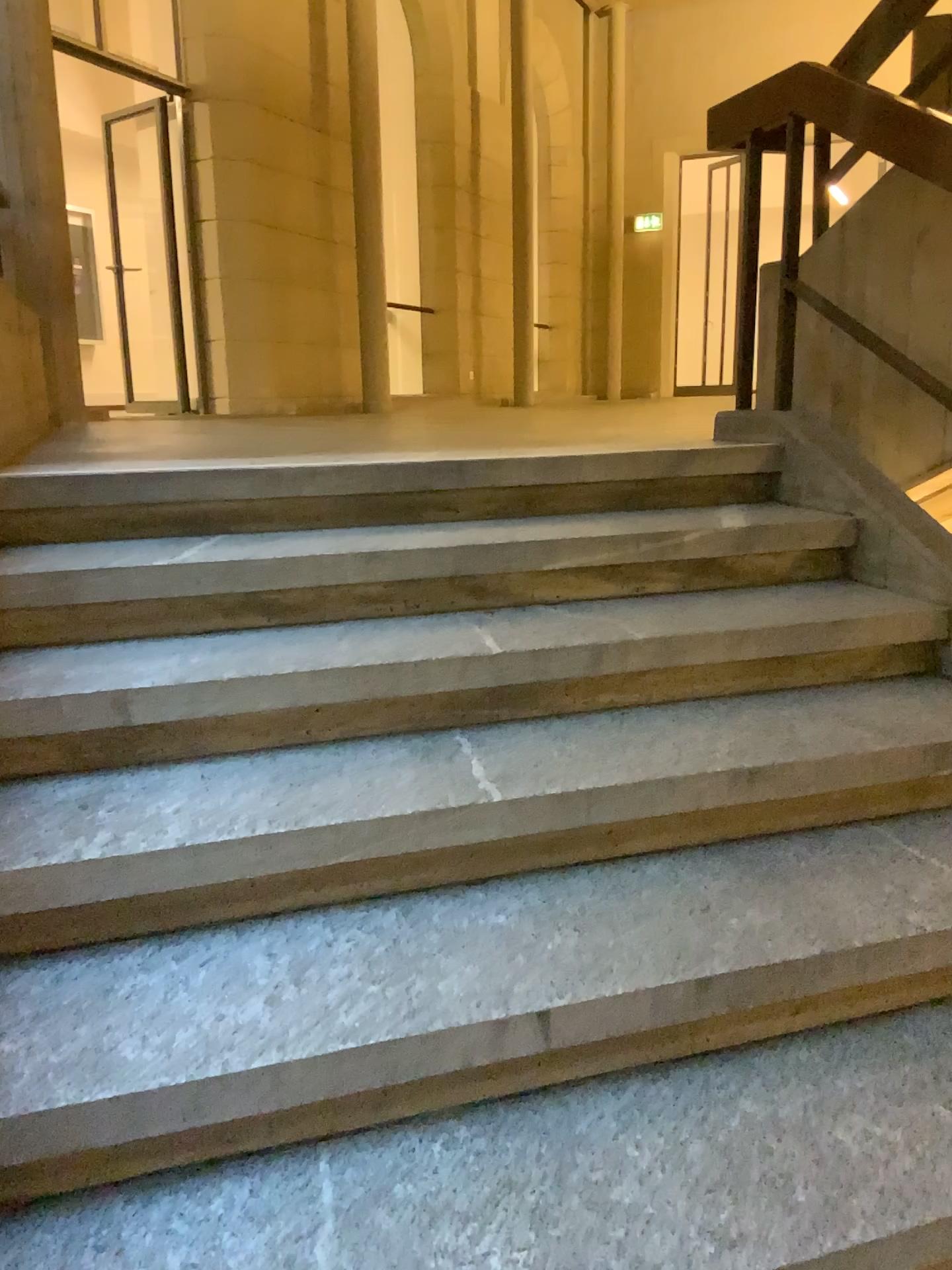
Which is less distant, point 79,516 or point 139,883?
point 139,883
